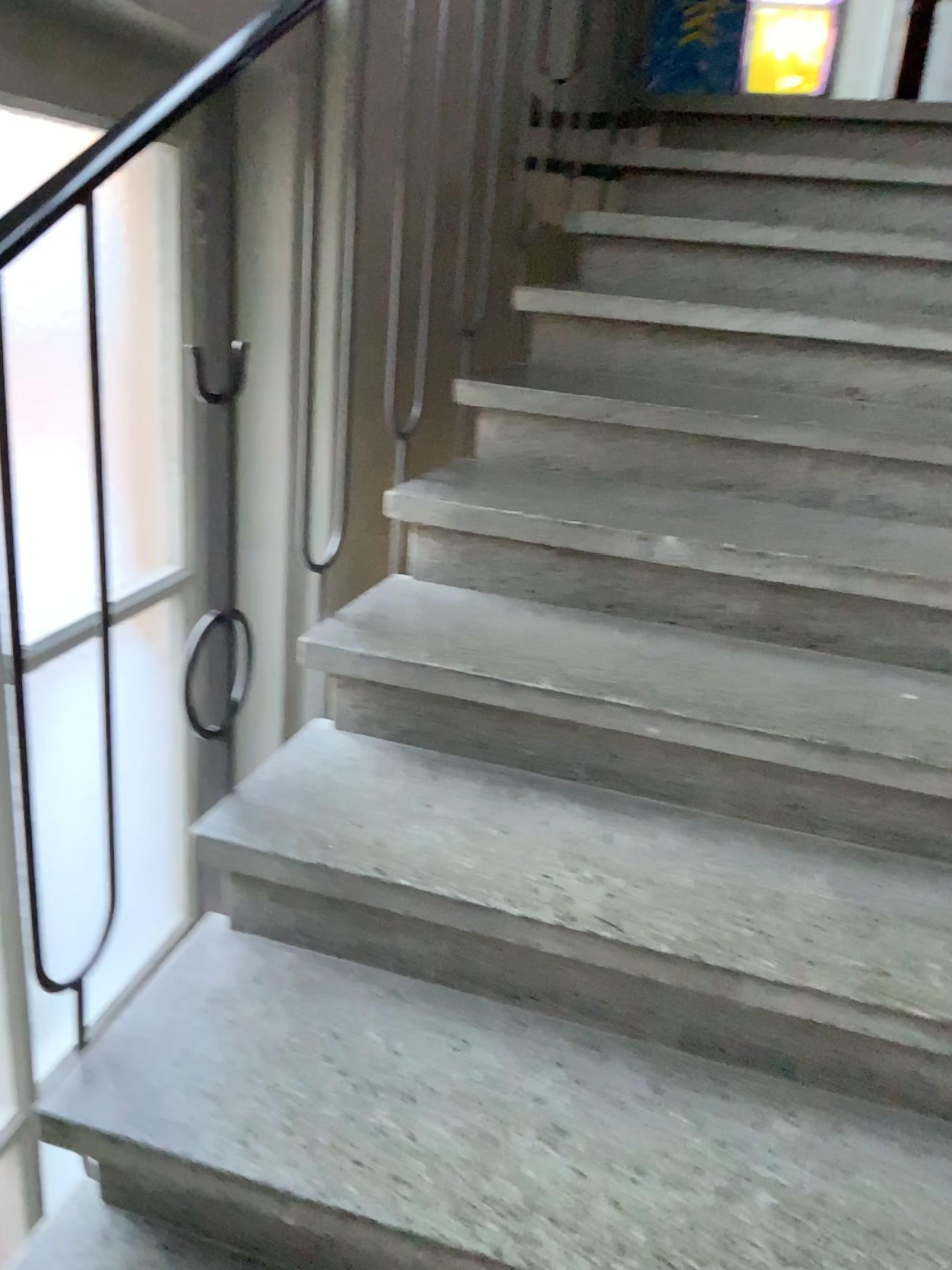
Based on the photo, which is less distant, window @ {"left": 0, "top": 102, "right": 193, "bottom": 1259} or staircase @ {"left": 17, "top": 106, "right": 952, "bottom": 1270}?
staircase @ {"left": 17, "top": 106, "right": 952, "bottom": 1270}

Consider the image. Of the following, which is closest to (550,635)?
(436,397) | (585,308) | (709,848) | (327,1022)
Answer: (709,848)

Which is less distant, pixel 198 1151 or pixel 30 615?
pixel 198 1151
